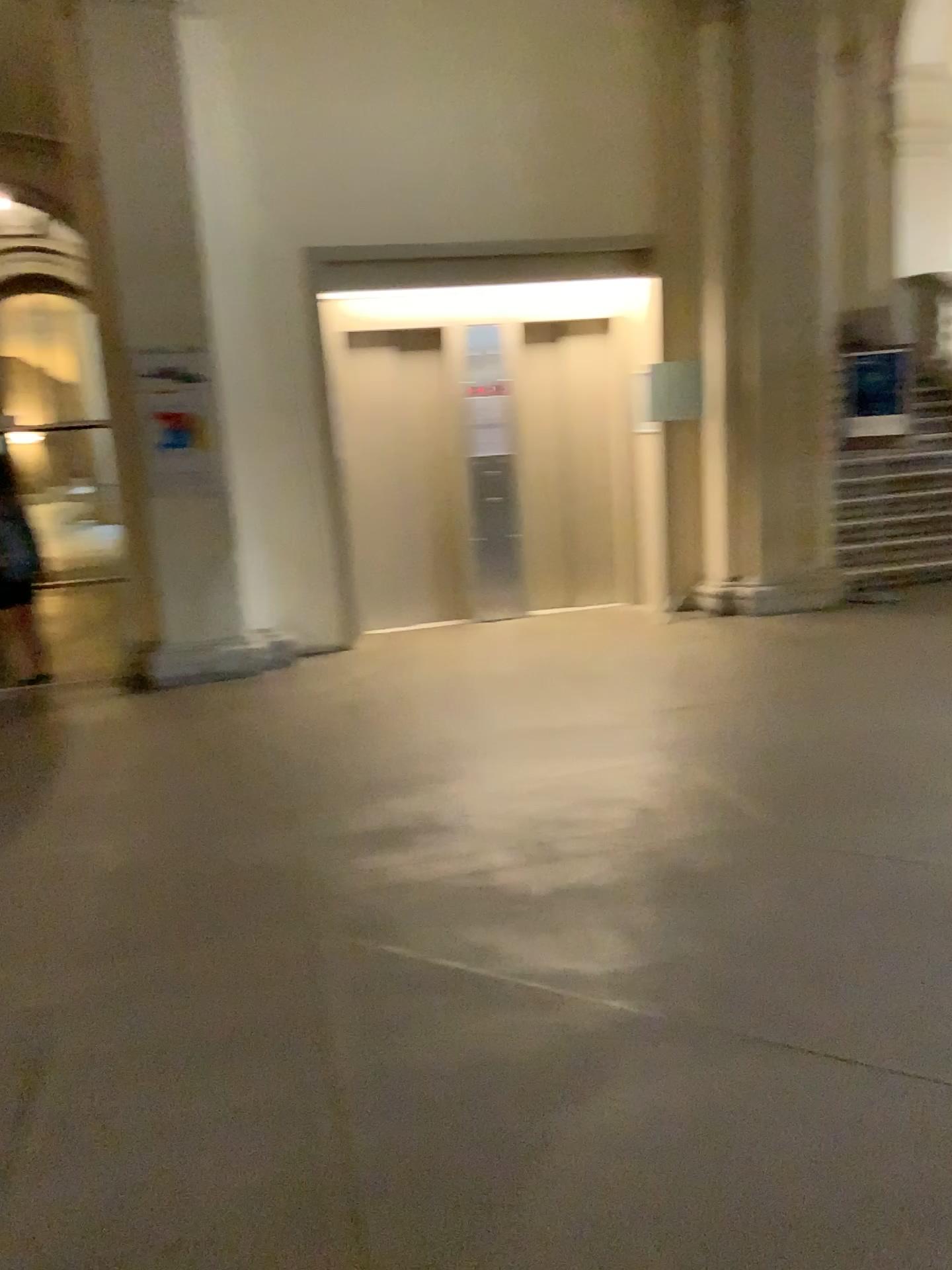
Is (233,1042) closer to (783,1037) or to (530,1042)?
(530,1042)
